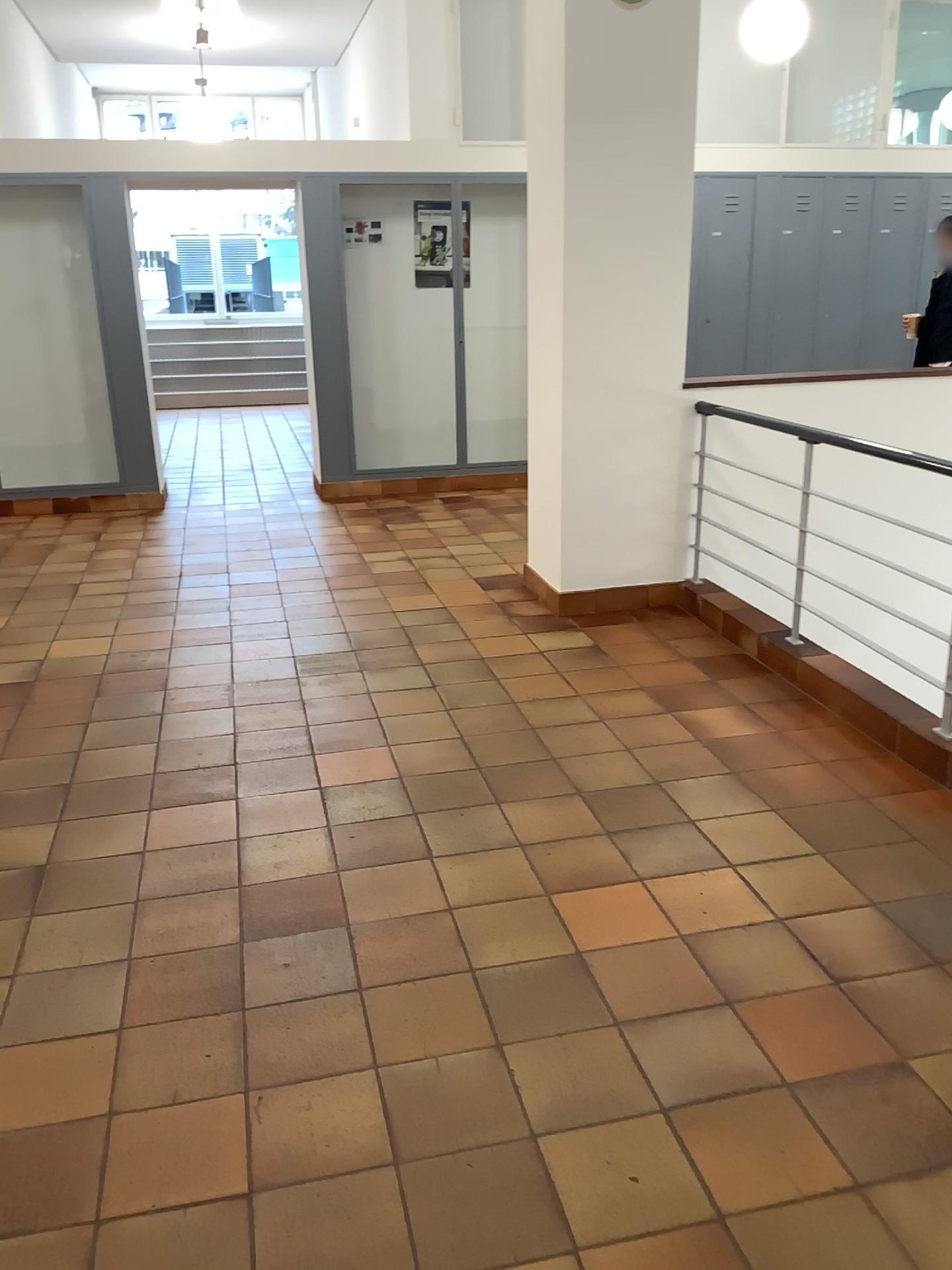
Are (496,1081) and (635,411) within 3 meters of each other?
no
